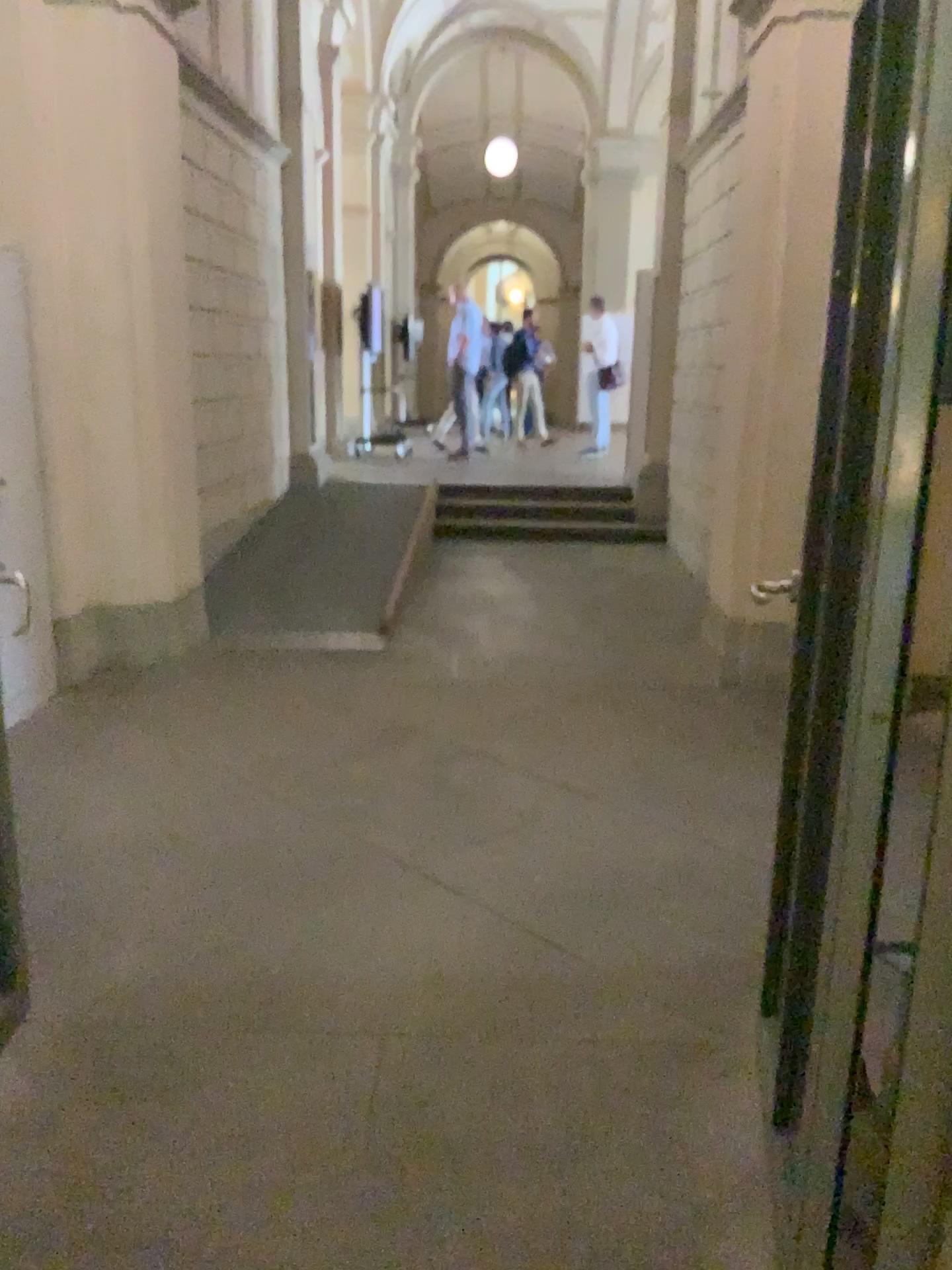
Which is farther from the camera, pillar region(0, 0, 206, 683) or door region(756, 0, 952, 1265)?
pillar region(0, 0, 206, 683)

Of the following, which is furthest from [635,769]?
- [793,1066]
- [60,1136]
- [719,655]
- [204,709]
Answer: [60,1136]

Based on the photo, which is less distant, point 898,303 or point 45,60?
point 898,303

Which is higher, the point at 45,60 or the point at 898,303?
the point at 45,60
